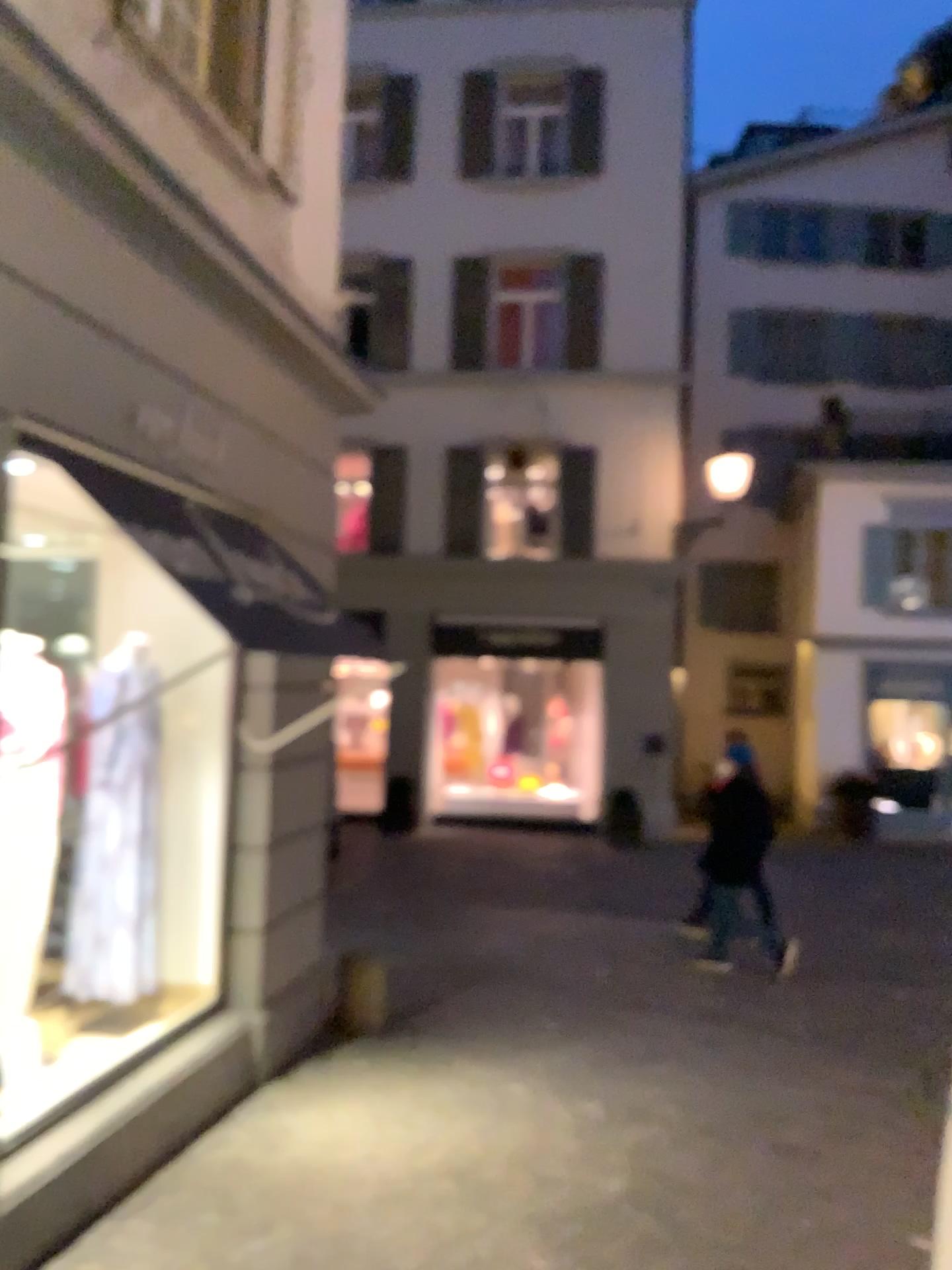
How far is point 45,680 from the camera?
4.3 meters
